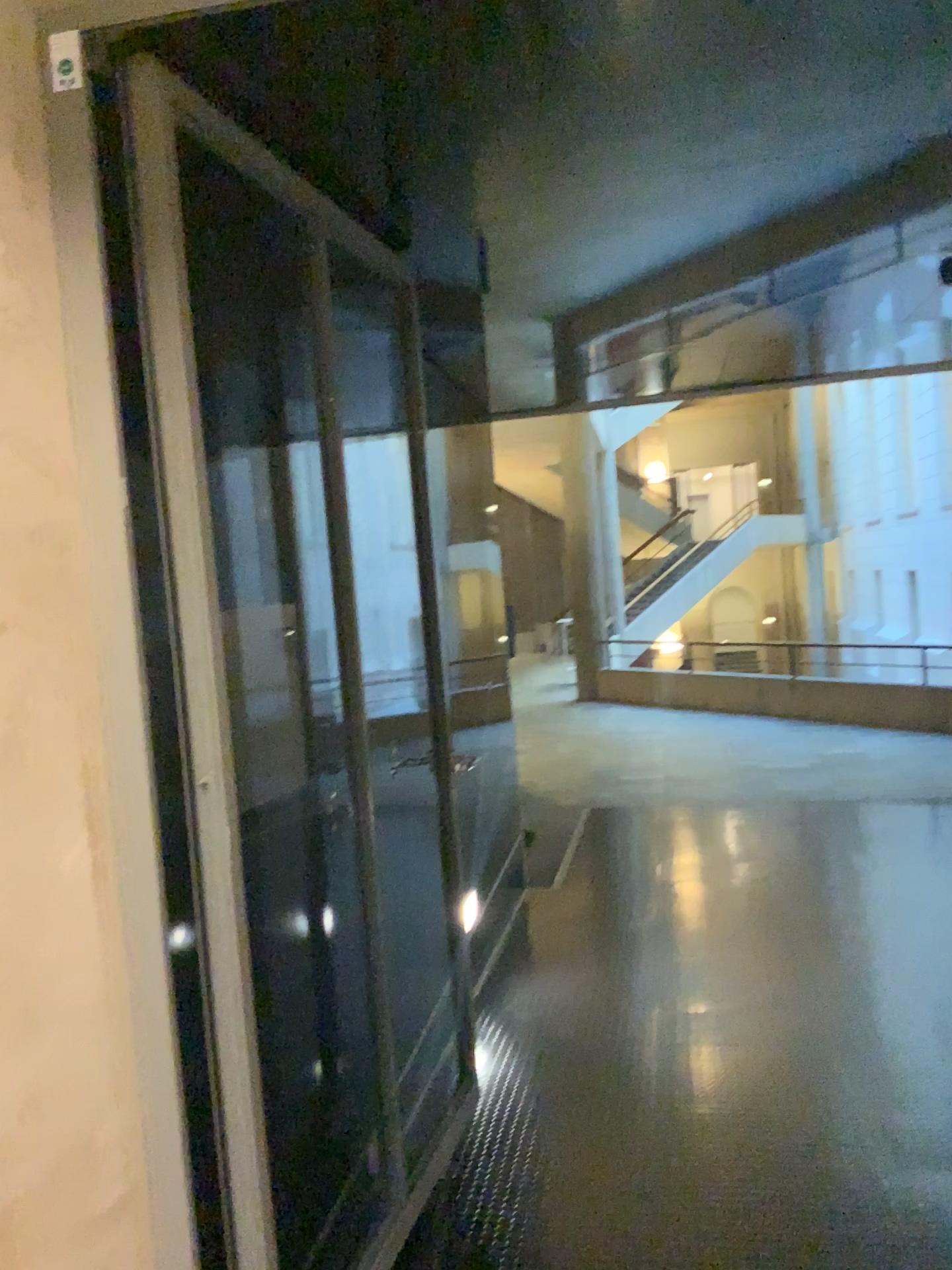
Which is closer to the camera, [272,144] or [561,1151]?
[272,144]
